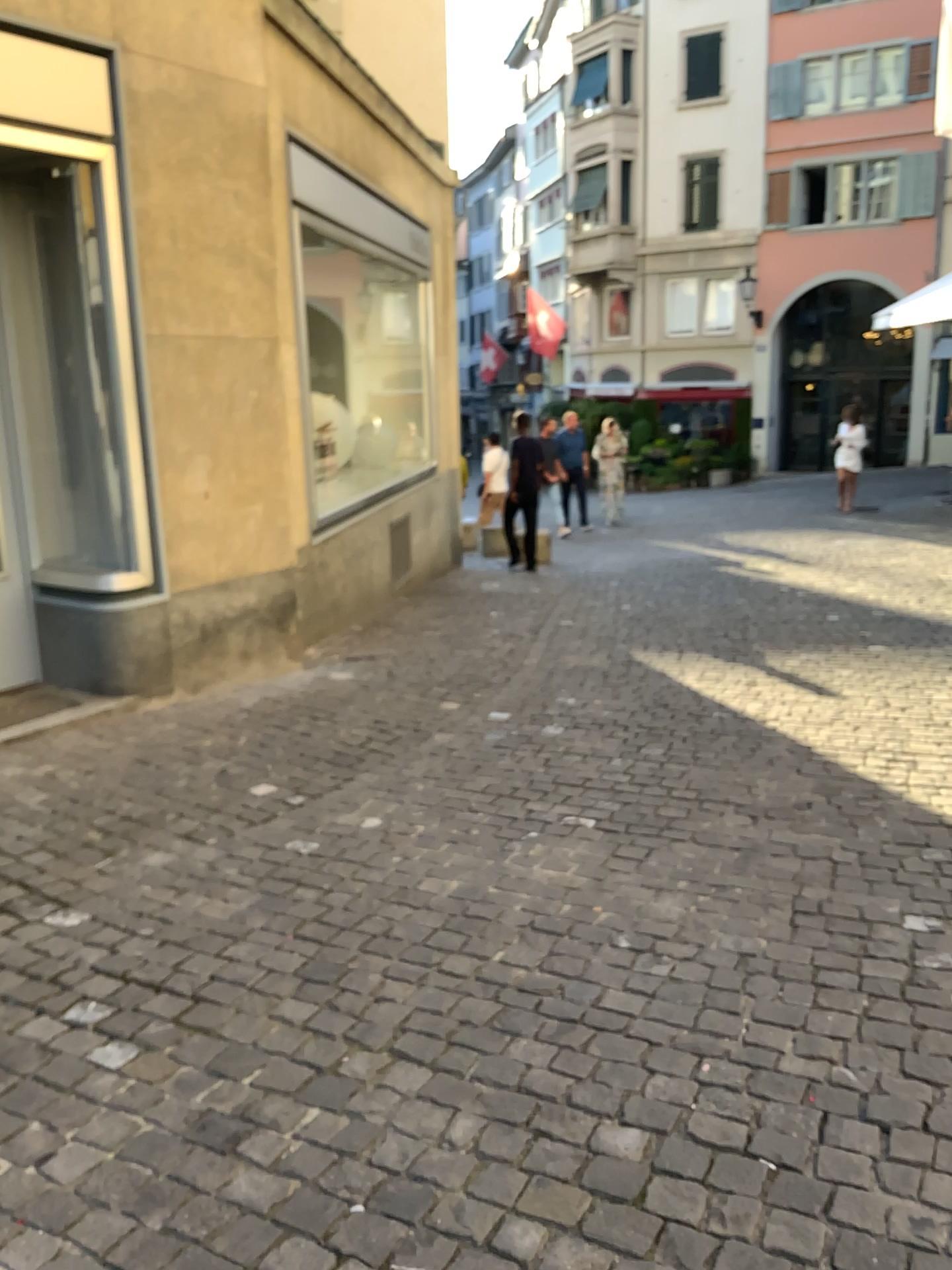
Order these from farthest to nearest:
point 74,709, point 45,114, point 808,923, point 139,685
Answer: point 139,685 < point 74,709 < point 45,114 < point 808,923
